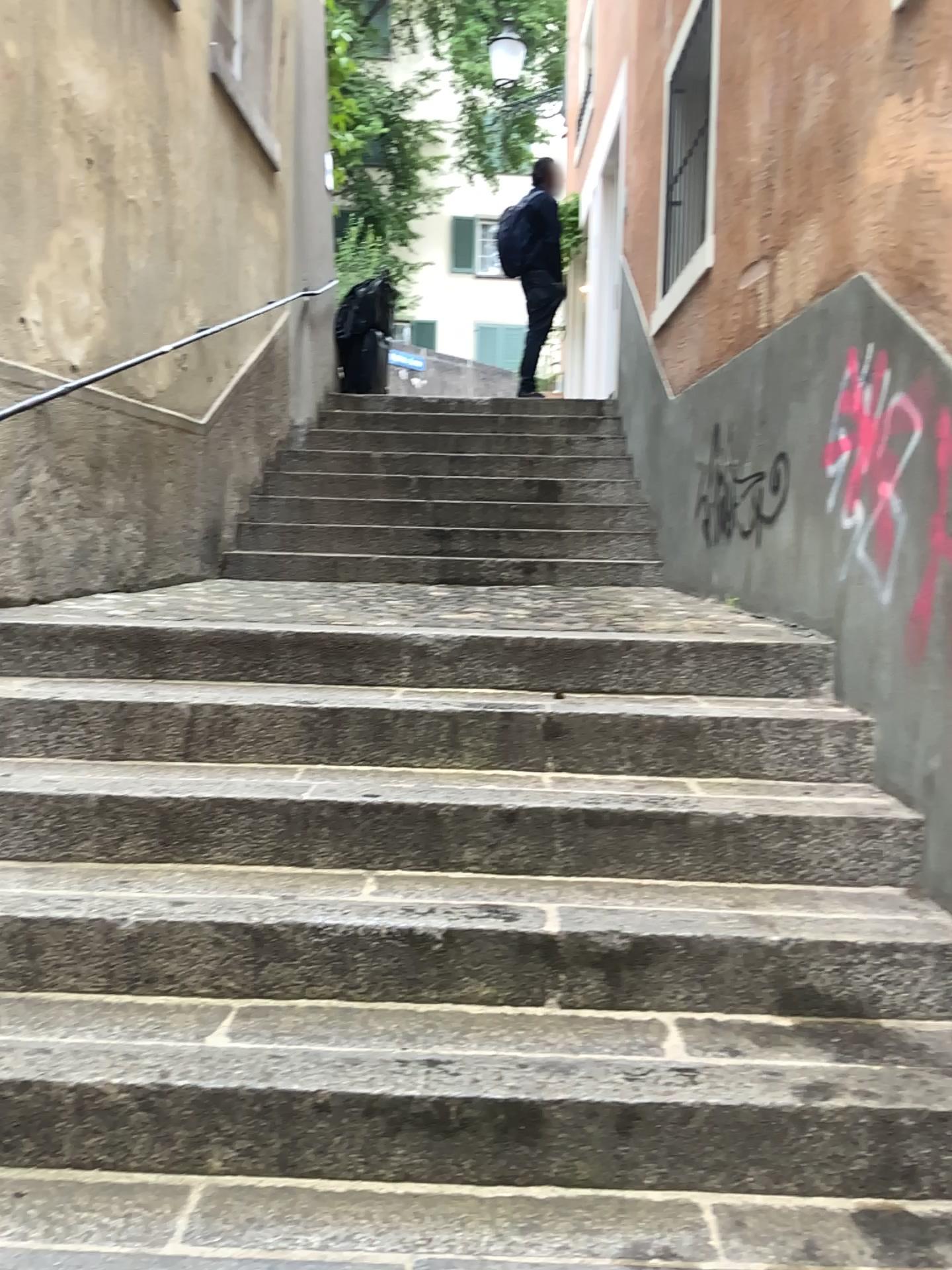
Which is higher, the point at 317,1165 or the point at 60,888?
the point at 60,888

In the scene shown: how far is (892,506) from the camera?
2.47m

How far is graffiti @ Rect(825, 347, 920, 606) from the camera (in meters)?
2.47

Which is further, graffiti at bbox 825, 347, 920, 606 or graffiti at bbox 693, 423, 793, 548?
graffiti at bbox 693, 423, 793, 548

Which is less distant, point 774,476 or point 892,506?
point 892,506
